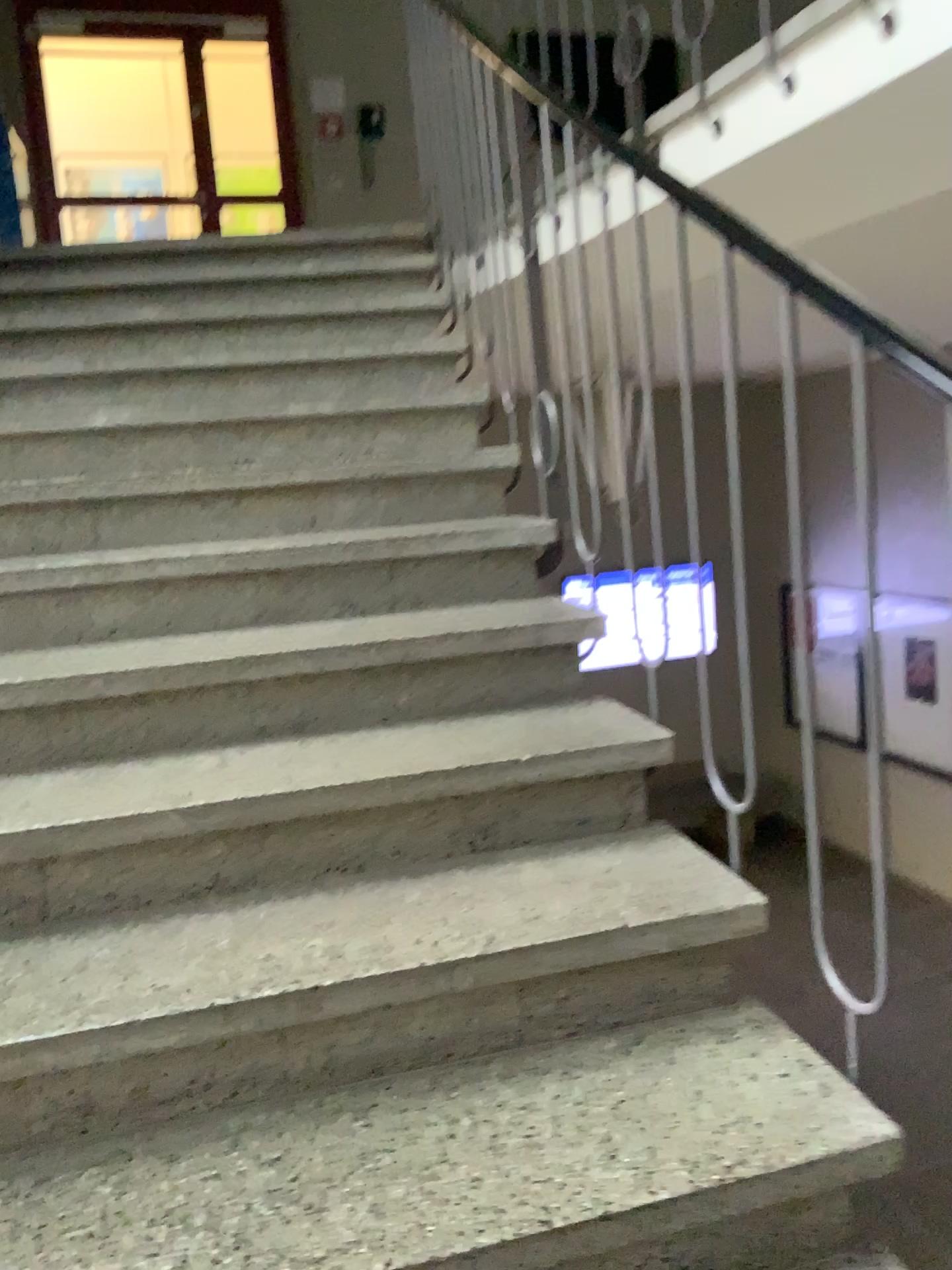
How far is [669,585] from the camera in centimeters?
170cm

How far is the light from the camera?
1.7m

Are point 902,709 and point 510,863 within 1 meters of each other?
yes
